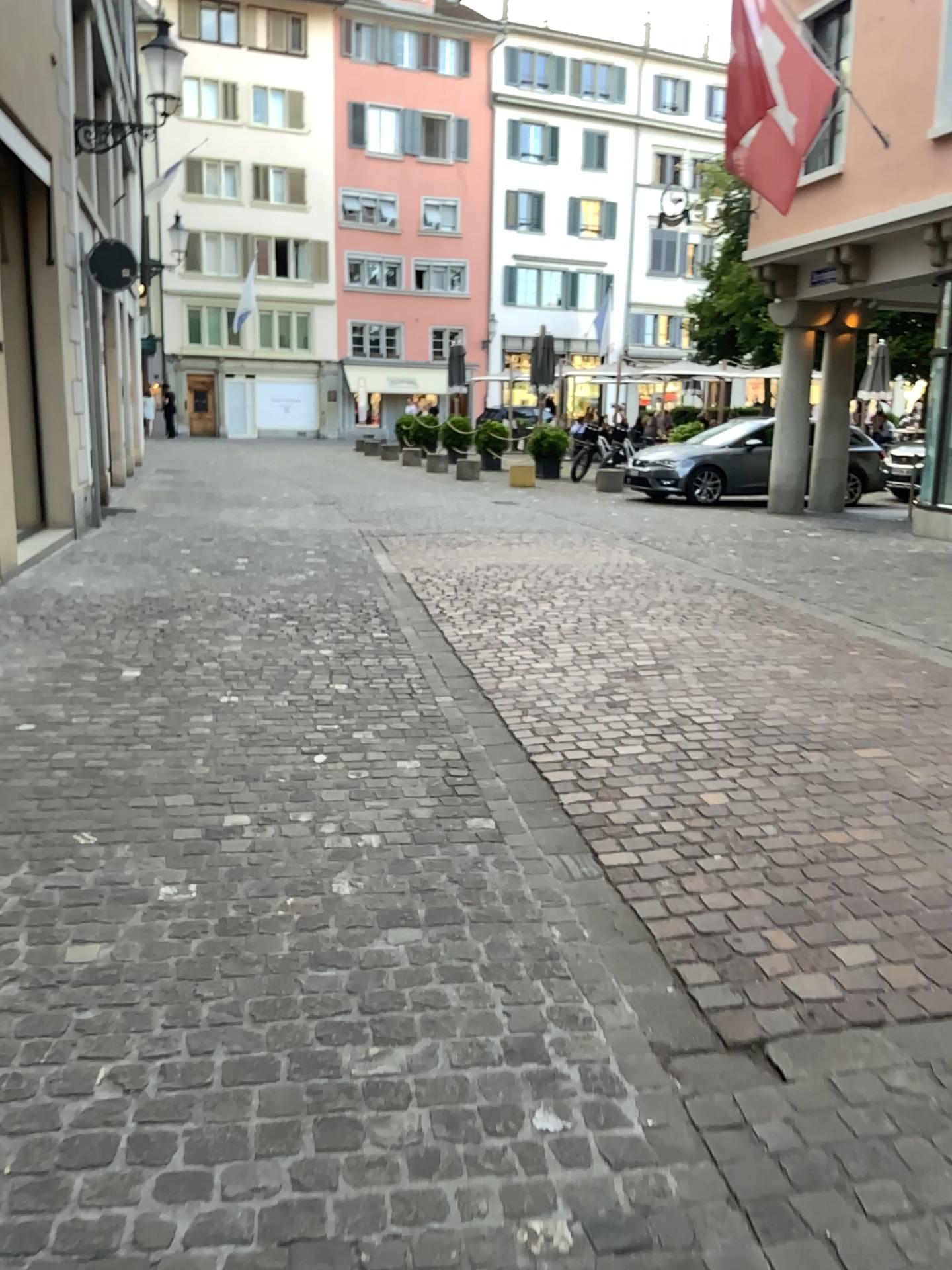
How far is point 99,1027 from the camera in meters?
2.2
